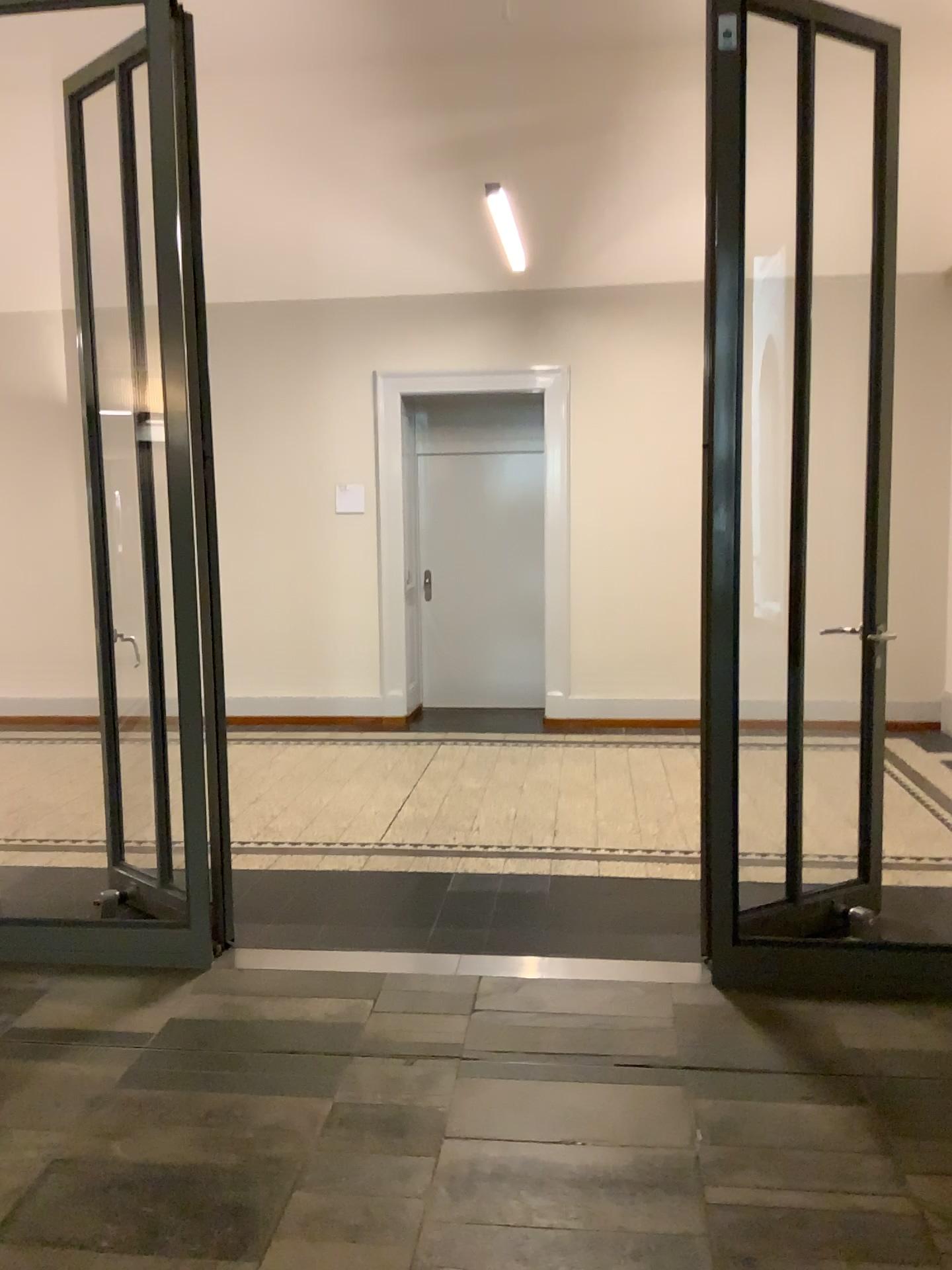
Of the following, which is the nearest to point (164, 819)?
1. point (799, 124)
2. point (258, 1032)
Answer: point (258, 1032)
